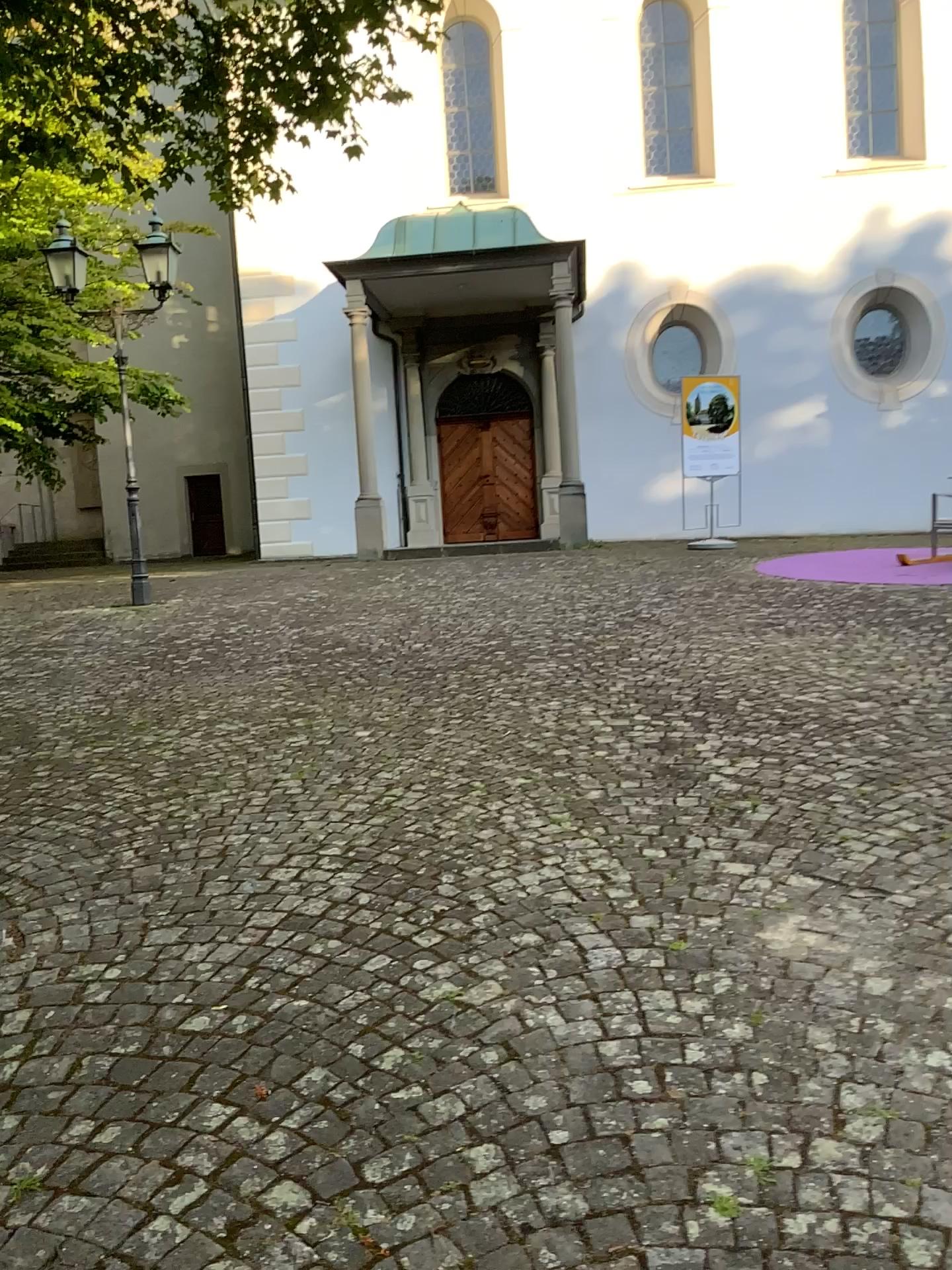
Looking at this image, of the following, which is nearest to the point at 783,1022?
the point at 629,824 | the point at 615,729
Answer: the point at 629,824
